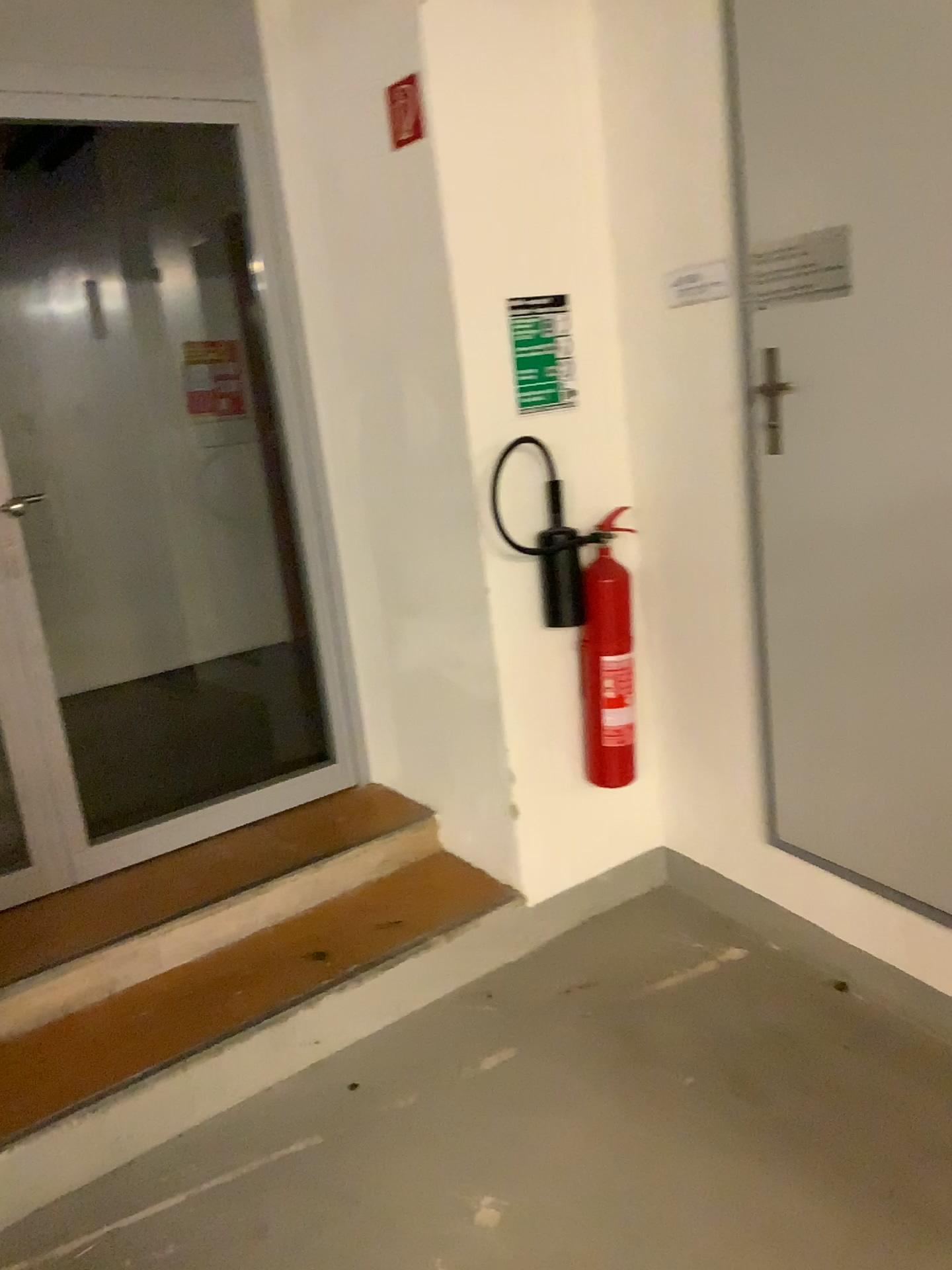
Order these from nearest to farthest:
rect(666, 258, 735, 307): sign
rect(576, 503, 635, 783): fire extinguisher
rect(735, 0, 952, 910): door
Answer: rect(735, 0, 952, 910): door, rect(666, 258, 735, 307): sign, rect(576, 503, 635, 783): fire extinguisher

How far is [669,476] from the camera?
2.7 meters

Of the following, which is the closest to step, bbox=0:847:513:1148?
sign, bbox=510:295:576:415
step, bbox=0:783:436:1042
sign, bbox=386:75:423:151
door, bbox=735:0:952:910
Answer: step, bbox=0:783:436:1042

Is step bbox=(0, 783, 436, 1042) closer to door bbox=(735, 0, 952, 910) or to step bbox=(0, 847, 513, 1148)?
step bbox=(0, 847, 513, 1148)

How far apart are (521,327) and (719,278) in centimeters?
50cm

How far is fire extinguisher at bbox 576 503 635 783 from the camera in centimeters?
270cm

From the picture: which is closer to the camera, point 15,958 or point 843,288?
point 843,288

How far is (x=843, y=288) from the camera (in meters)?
2.09

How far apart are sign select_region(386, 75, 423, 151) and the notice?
0.5m

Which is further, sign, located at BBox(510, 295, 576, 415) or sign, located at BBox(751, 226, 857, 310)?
sign, located at BBox(510, 295, 576, 415)
